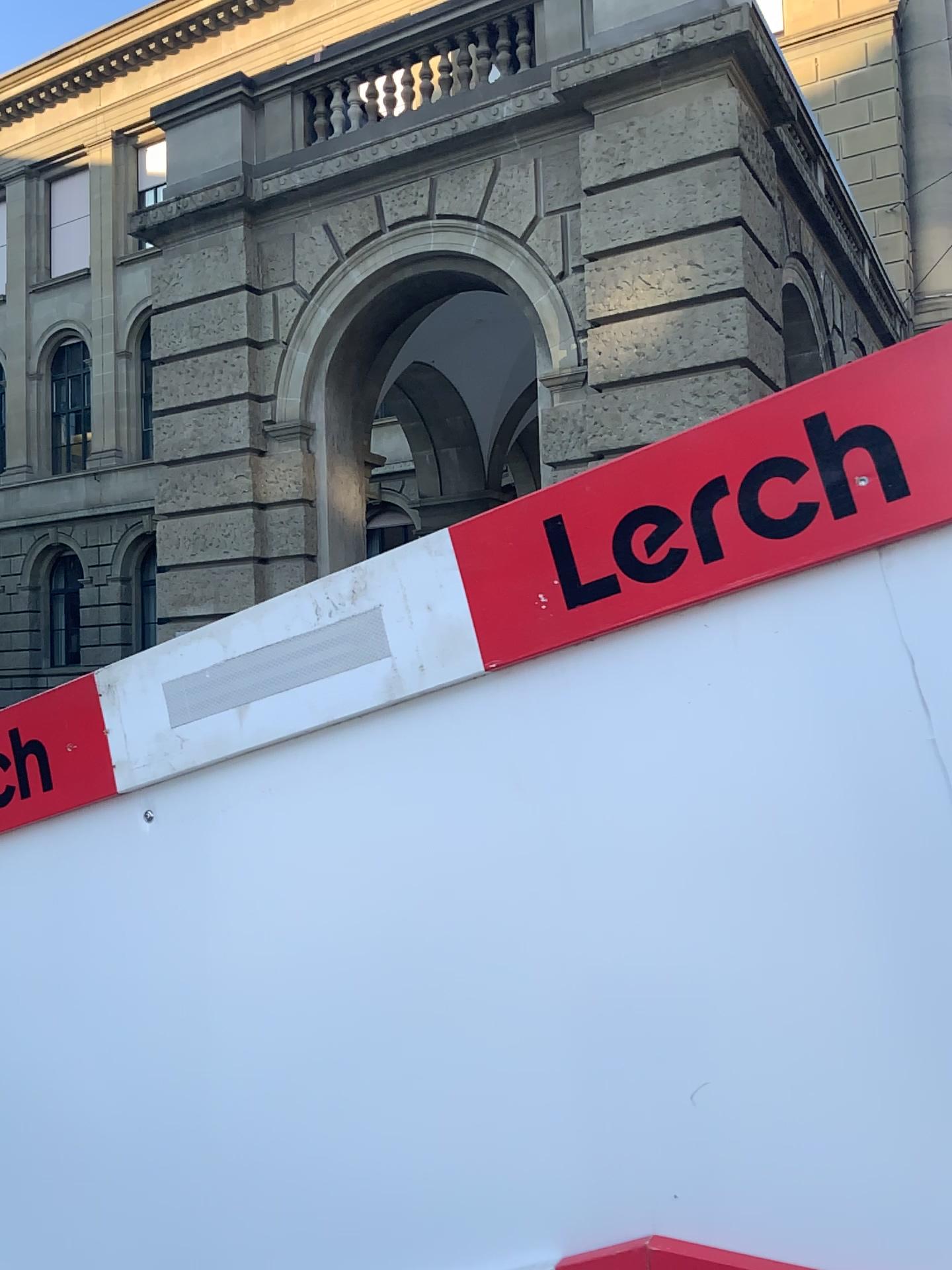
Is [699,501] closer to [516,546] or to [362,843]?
[516,546]

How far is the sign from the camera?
0.8m

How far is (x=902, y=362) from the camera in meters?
0.8
